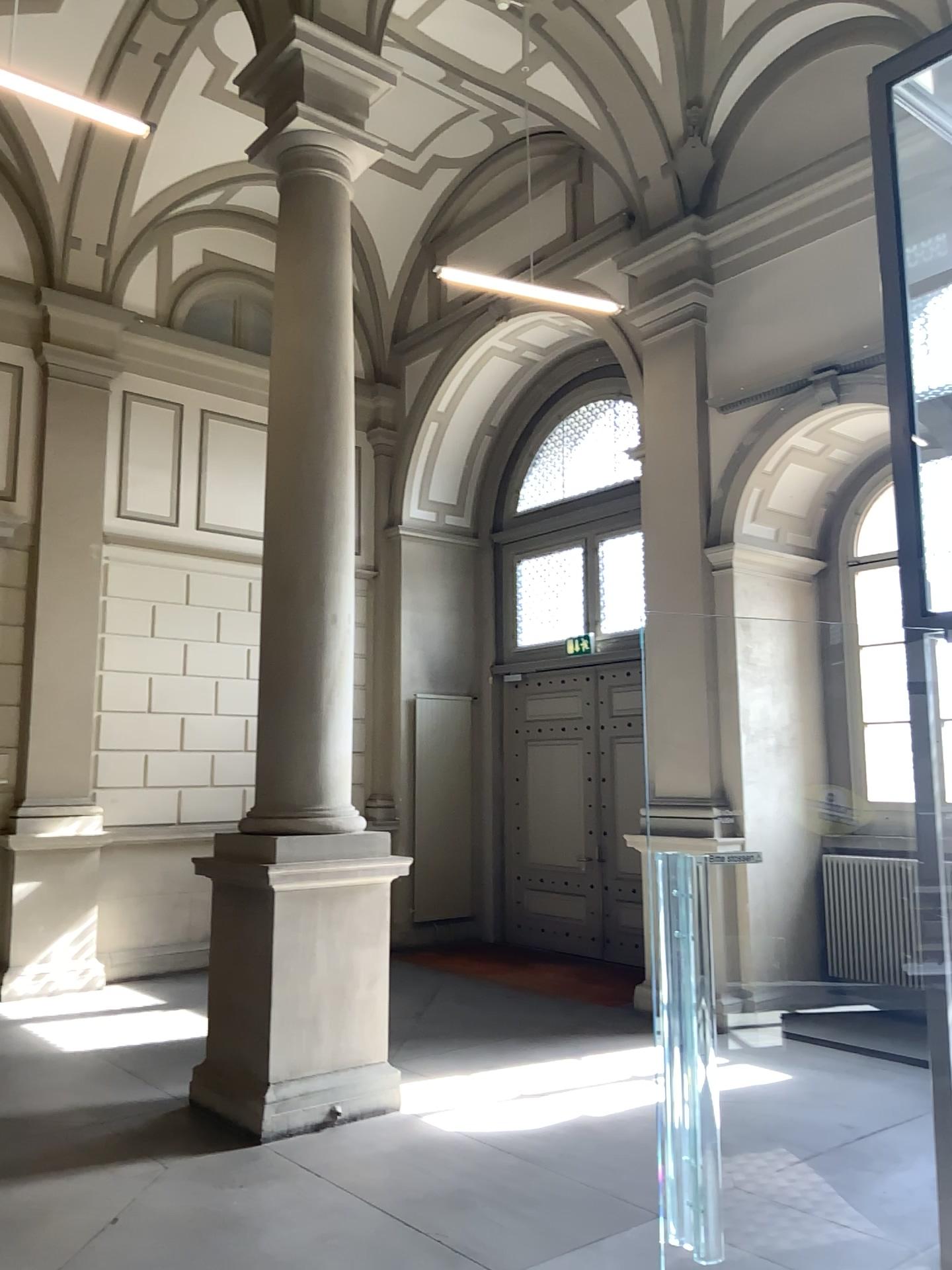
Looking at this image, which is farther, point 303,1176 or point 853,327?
point 303,1176
